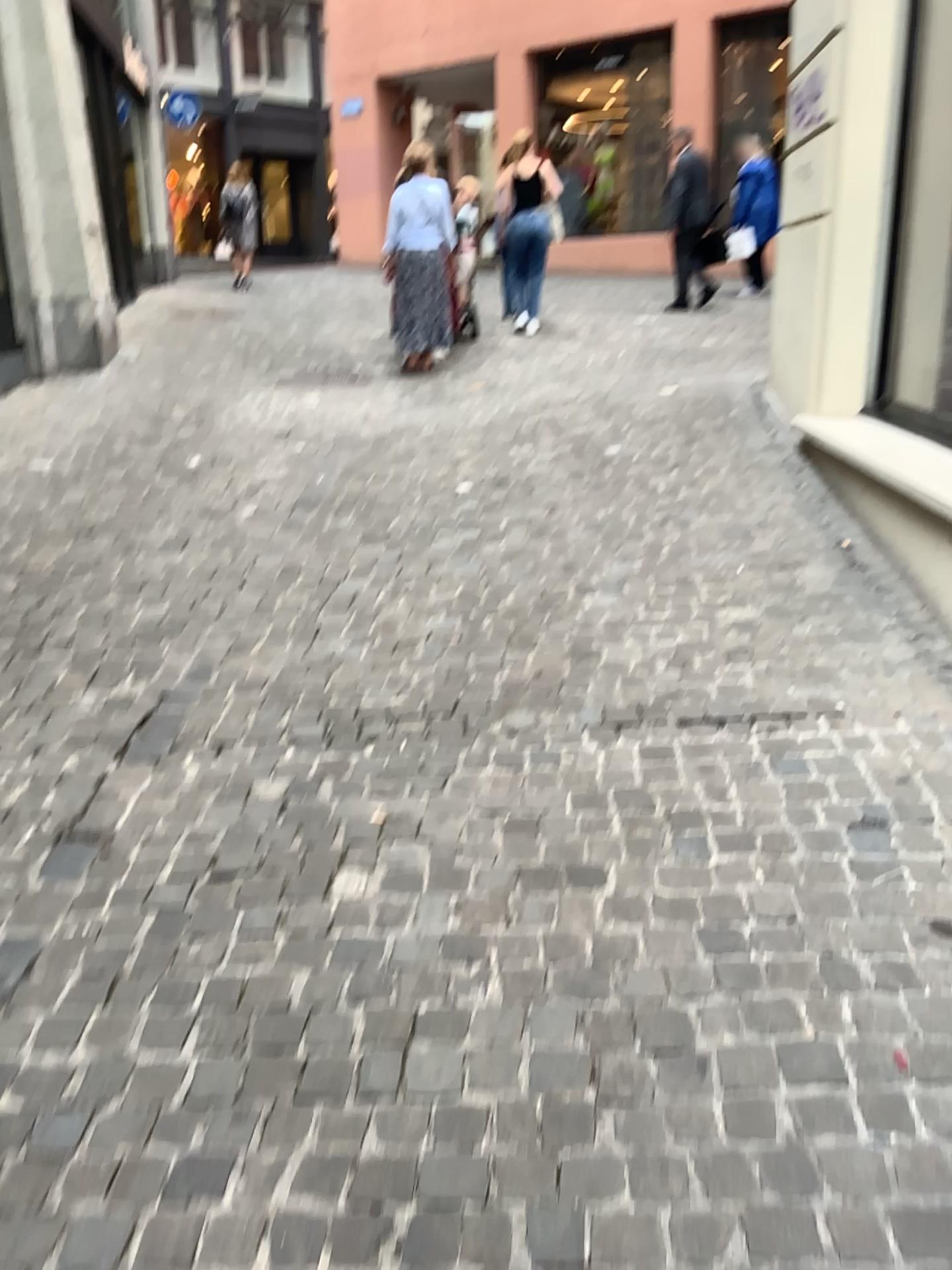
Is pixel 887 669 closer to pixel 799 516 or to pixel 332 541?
pixel 799 516
